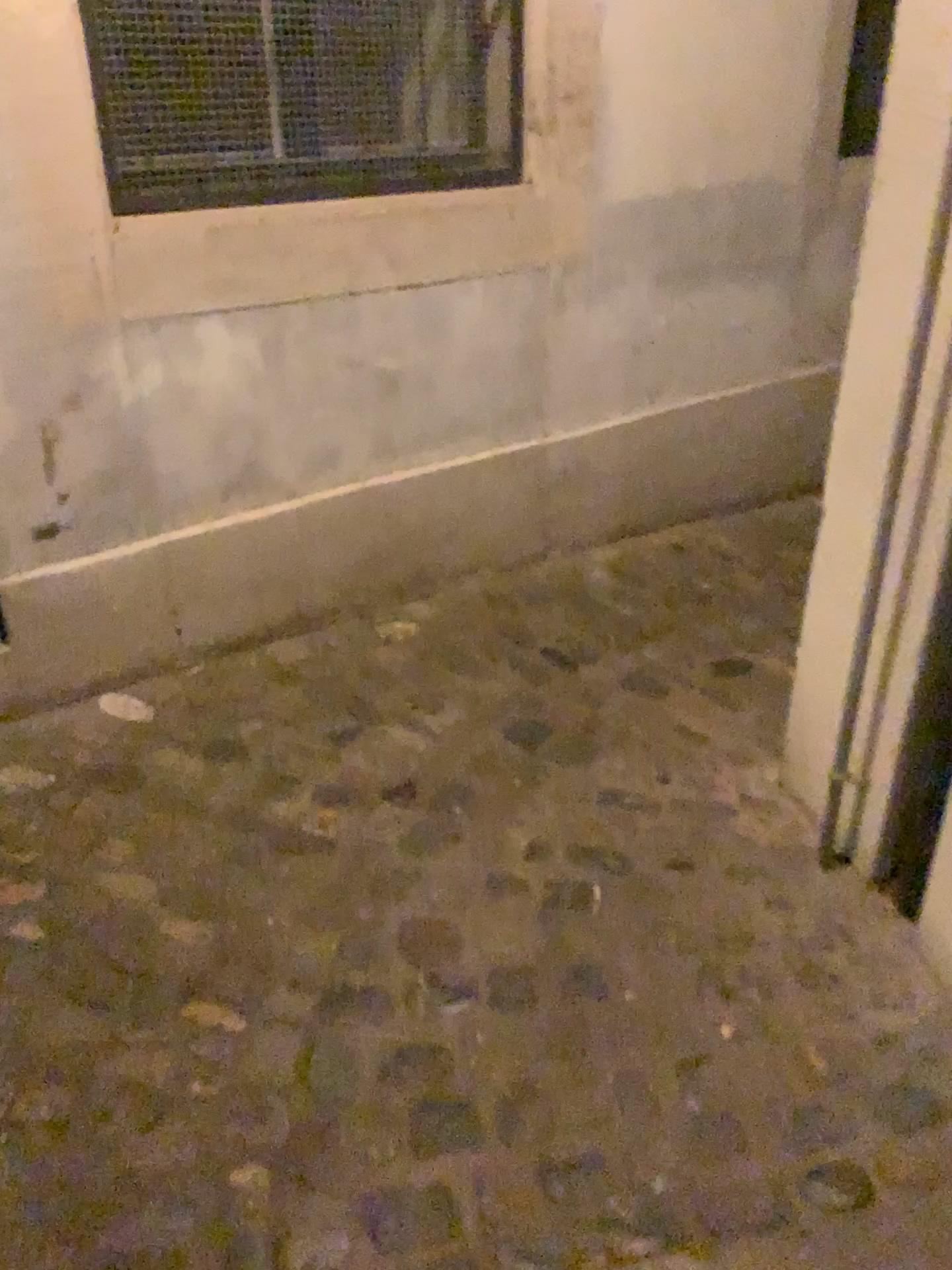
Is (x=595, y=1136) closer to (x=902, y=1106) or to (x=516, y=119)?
(x=902, y=1106)

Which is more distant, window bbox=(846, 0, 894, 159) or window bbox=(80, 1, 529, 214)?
window bbox=(846, 0, 894, 159)

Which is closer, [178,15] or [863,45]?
[178,15]
